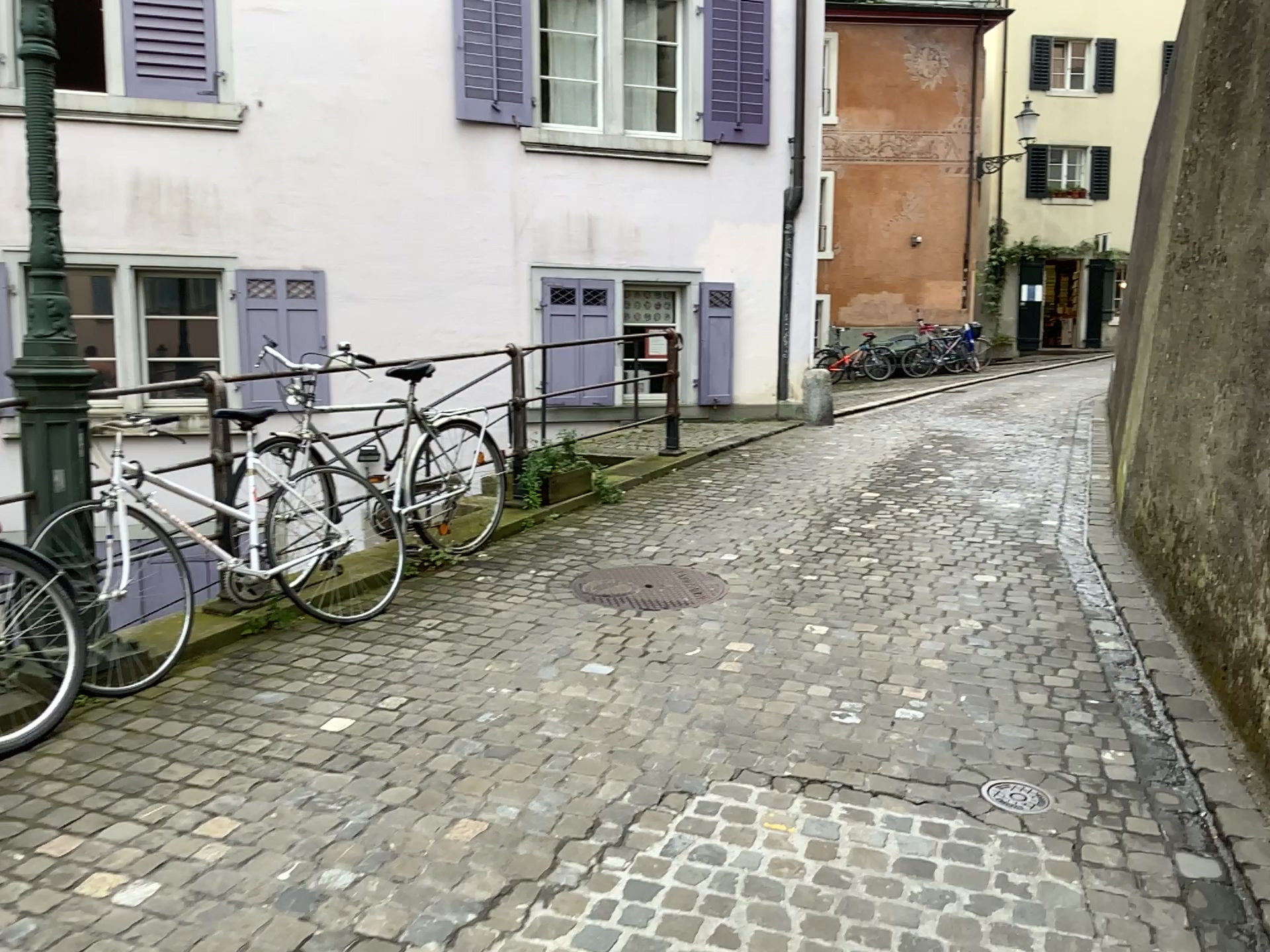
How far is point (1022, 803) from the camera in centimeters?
281cm

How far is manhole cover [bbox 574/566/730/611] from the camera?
4.58m

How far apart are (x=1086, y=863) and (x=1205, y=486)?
1.7m

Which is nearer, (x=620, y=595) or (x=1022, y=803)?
(x=1022, y=803)

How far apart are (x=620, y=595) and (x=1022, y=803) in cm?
211

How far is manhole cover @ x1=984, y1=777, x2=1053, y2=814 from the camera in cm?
281

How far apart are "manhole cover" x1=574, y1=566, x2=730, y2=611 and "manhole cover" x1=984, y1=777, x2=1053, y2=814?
1.8 meters

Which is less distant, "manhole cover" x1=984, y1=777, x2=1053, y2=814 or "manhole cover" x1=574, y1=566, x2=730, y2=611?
"manhole cover" x1=984, y1=777, x2=1053, y2=814
